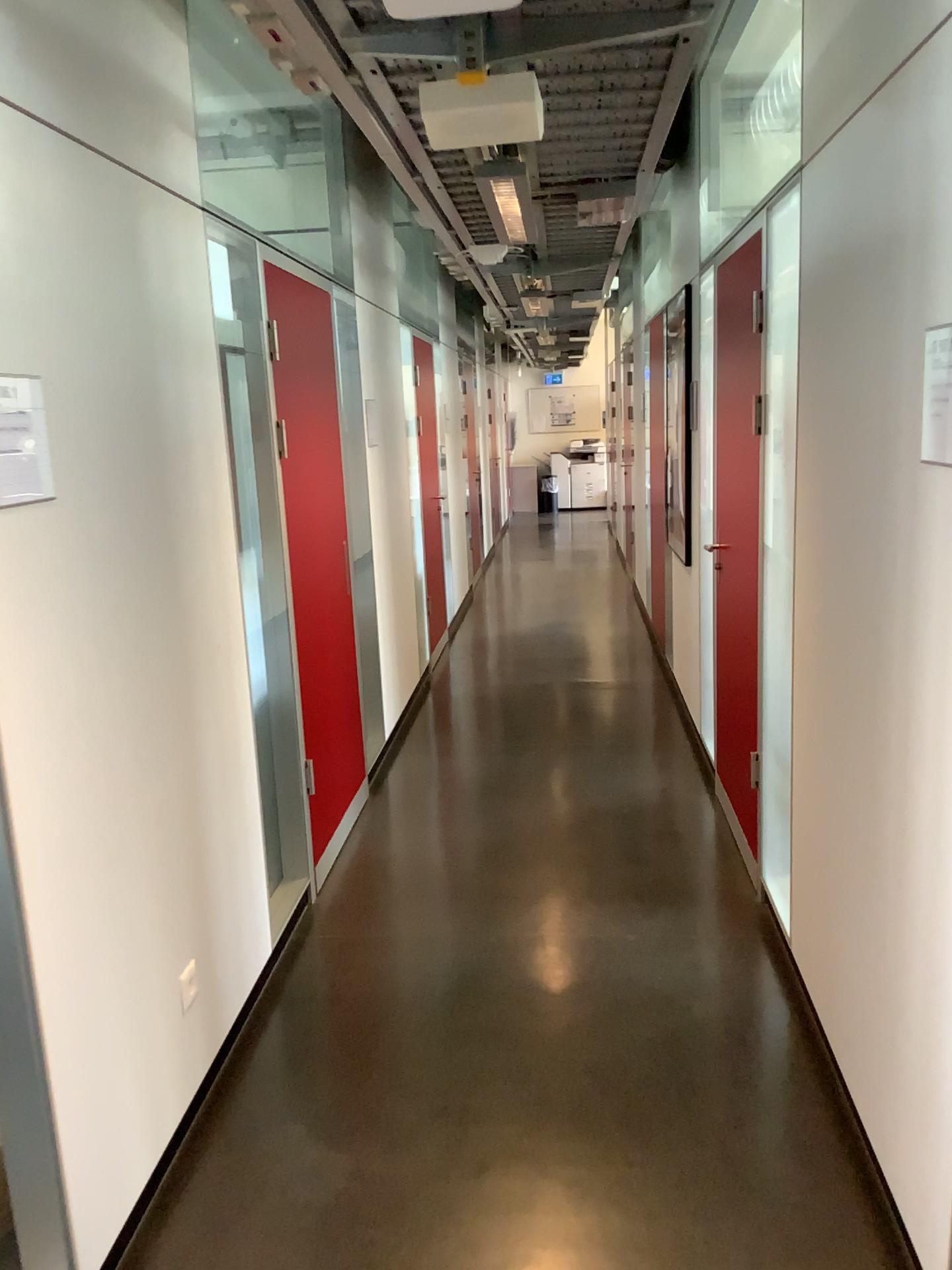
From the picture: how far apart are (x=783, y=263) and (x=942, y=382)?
Answer: 1.2m

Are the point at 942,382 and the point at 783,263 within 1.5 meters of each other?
yes

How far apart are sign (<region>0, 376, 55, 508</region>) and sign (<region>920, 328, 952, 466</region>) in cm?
149

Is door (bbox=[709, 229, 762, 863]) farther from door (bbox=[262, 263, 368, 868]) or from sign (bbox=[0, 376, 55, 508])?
sign (bbox=[0, 376, 55, 508])

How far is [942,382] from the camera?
1.67m

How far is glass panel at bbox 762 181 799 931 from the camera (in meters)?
2.73

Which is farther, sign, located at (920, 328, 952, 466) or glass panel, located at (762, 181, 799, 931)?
glass panel, located at (762, 181, 799, 931)

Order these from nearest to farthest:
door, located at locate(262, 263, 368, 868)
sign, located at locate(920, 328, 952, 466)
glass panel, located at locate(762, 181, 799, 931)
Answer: sign, located at locate(920, 328, 952, 466)
glass panel, located at locate(762, 181, 799, 931)
door, located at locate(262, 263, 368, 868)

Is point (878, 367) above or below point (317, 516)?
above

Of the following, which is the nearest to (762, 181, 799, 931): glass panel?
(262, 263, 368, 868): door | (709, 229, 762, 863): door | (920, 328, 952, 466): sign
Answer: (709, 229, 762, 863): door
